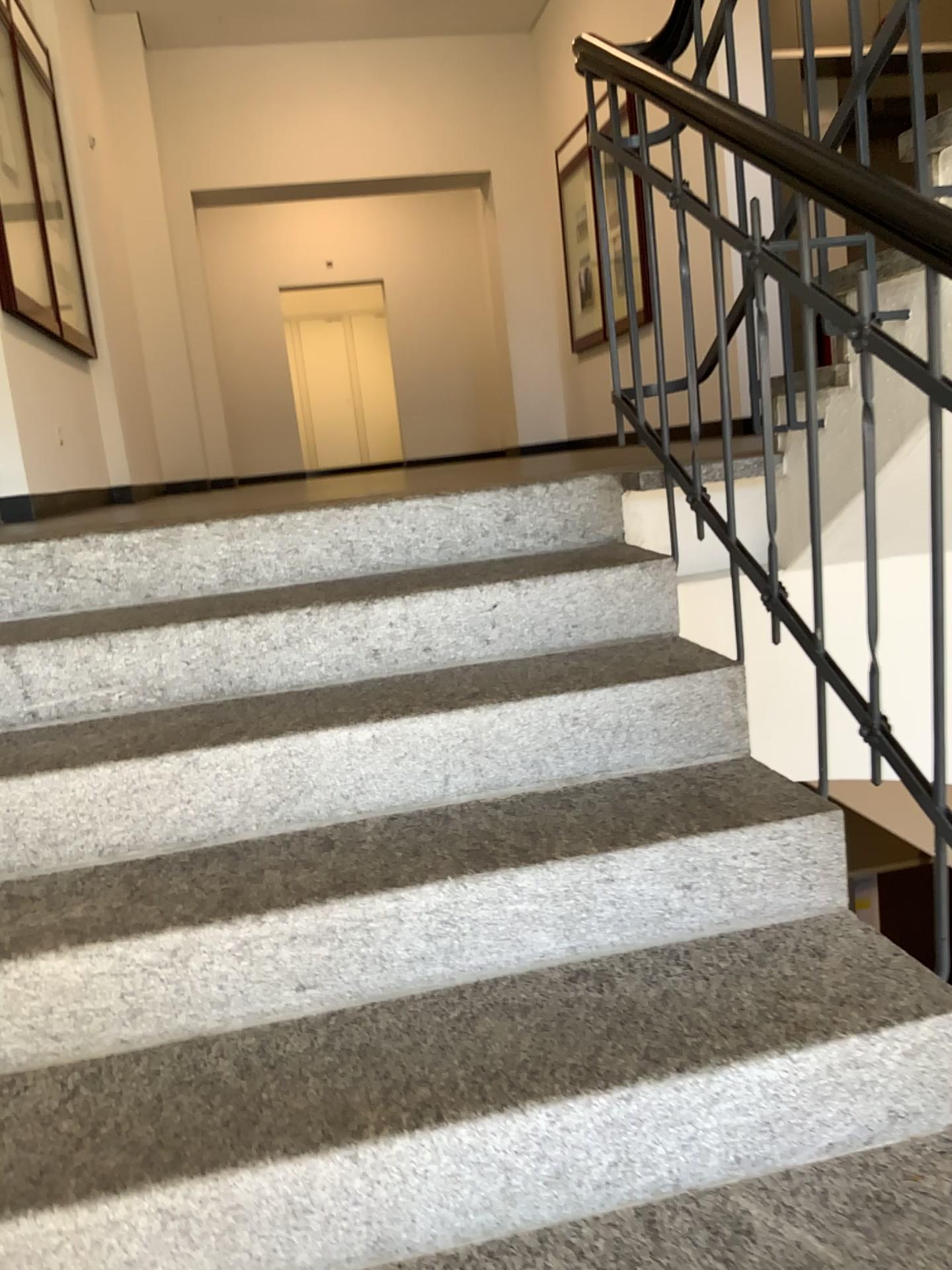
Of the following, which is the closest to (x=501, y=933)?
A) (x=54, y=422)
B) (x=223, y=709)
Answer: (x=223, y=709)
